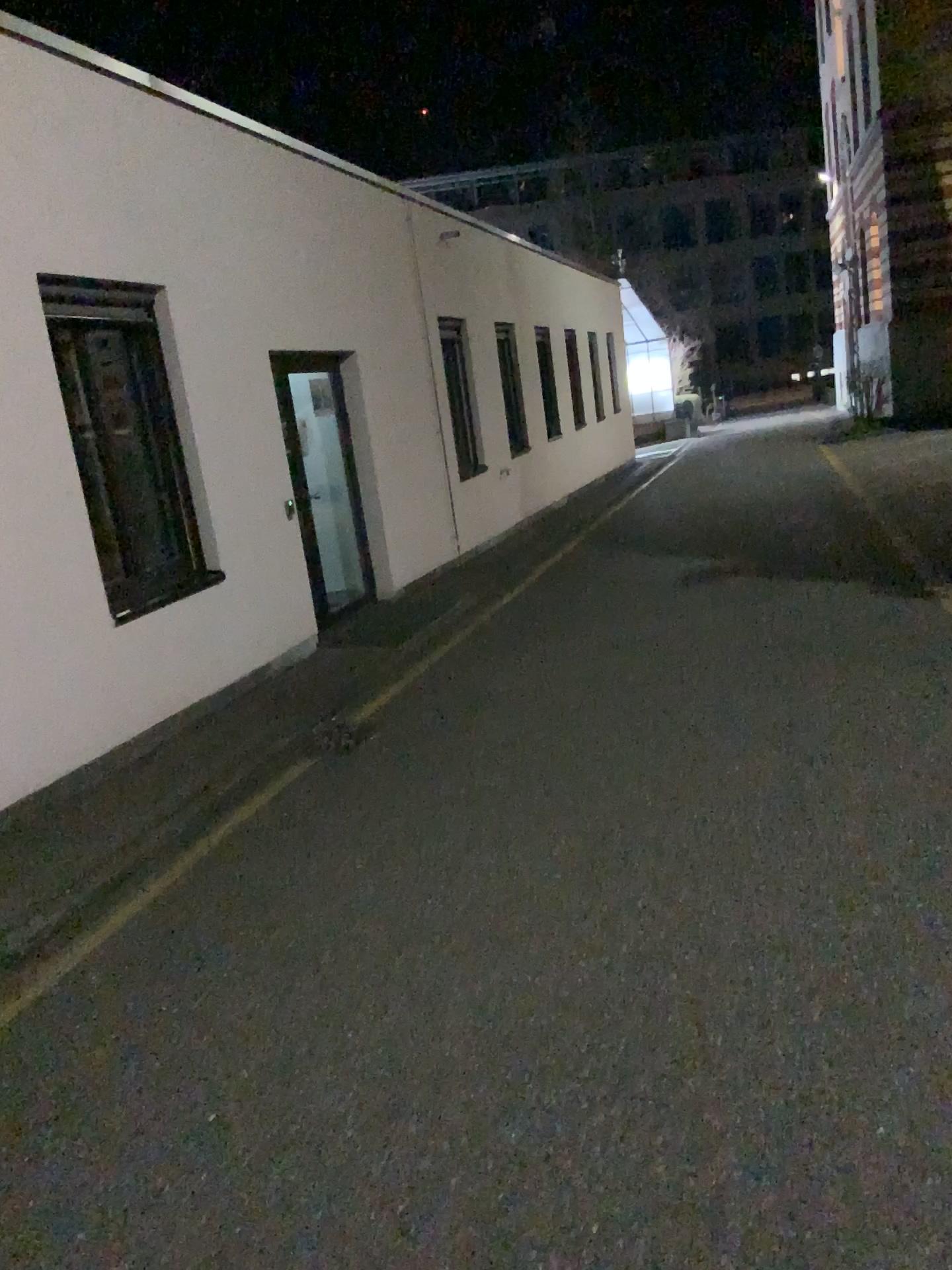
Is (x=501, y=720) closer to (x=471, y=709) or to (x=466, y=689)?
(x=471, y=709)
